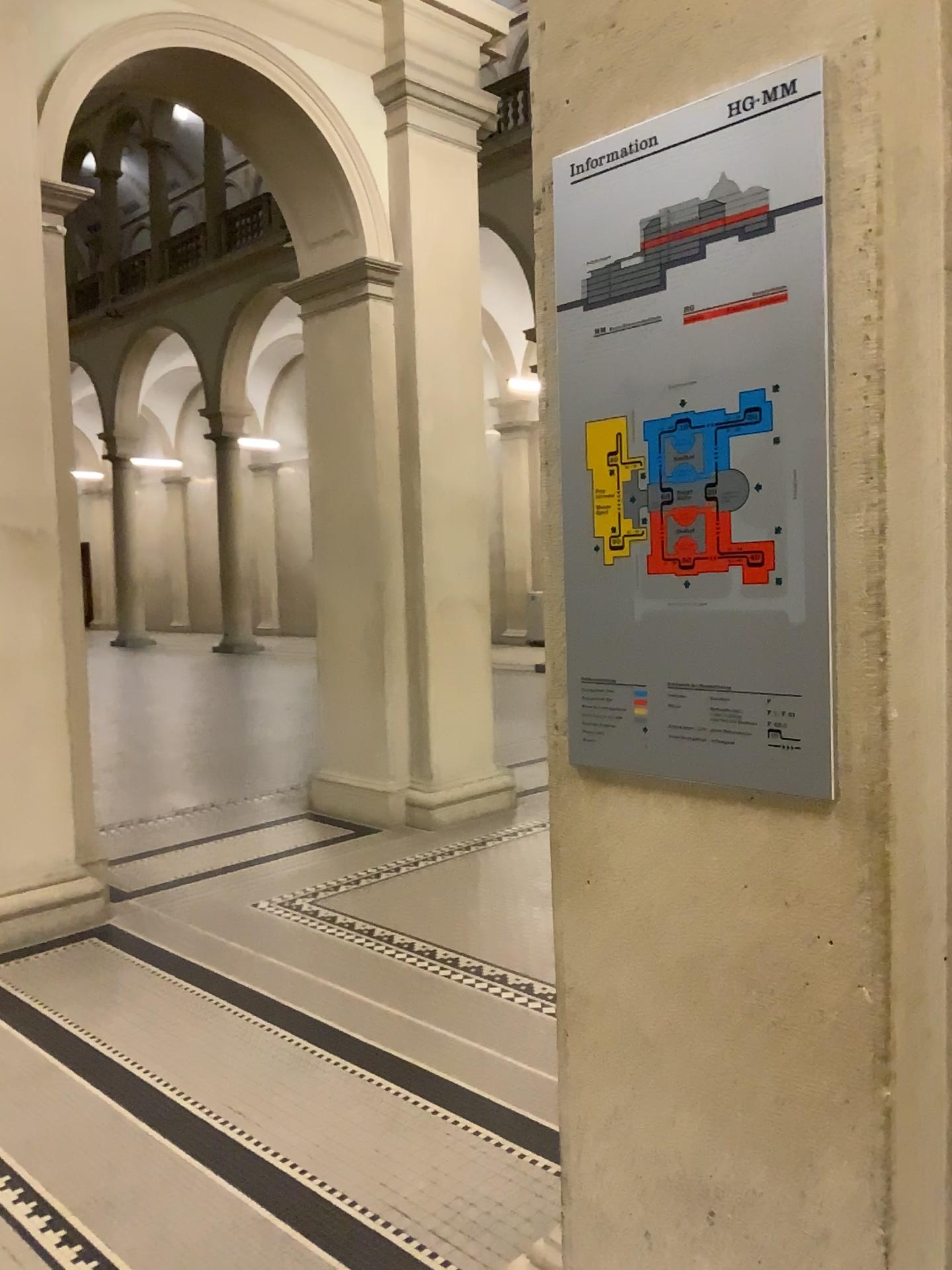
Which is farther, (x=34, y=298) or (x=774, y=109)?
(x=34, y=298)

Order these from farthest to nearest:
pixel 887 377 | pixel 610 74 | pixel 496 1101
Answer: pixel 496 1101, pixel 610 74, pixel 887 377

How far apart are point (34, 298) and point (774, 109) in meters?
3.9 m

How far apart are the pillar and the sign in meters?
3.4 m

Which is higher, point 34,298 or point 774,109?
point 34,298

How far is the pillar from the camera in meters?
4.4 m

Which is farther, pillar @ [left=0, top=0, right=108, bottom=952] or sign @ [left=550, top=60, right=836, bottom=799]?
pillar @ [left=0, top=0, right=108, bottom=952]

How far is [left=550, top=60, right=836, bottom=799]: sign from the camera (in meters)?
1.31
